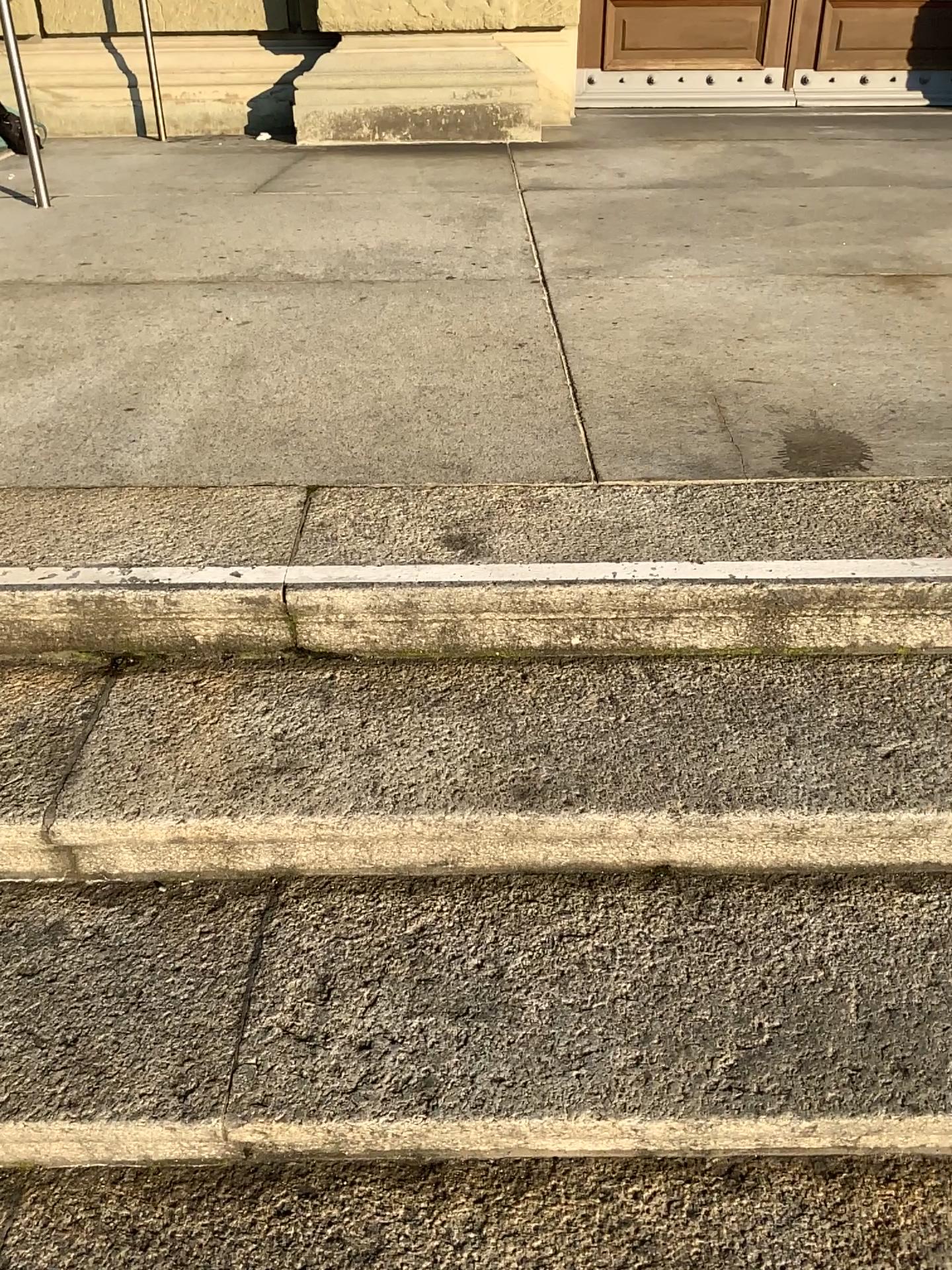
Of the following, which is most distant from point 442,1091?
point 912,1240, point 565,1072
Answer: point 912,1240

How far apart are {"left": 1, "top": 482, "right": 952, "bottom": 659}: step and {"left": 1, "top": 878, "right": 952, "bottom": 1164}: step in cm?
34

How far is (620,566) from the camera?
1.5 meters

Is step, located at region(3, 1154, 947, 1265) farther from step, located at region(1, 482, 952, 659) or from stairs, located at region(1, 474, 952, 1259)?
step, located at region(1, 482, 952, 659)

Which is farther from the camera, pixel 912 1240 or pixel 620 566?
pixel 620 566

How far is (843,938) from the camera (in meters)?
1.27

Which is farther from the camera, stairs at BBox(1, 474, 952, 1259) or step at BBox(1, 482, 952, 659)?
step at BBox(1, 482, 952, 659)

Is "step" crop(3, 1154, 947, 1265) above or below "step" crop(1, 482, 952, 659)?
below

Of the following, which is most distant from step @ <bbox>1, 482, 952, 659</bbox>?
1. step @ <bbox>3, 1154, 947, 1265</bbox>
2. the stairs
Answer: step @ <bbox>3, 1154, 947, 1265</bbox>

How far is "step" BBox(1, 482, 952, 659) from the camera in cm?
148
